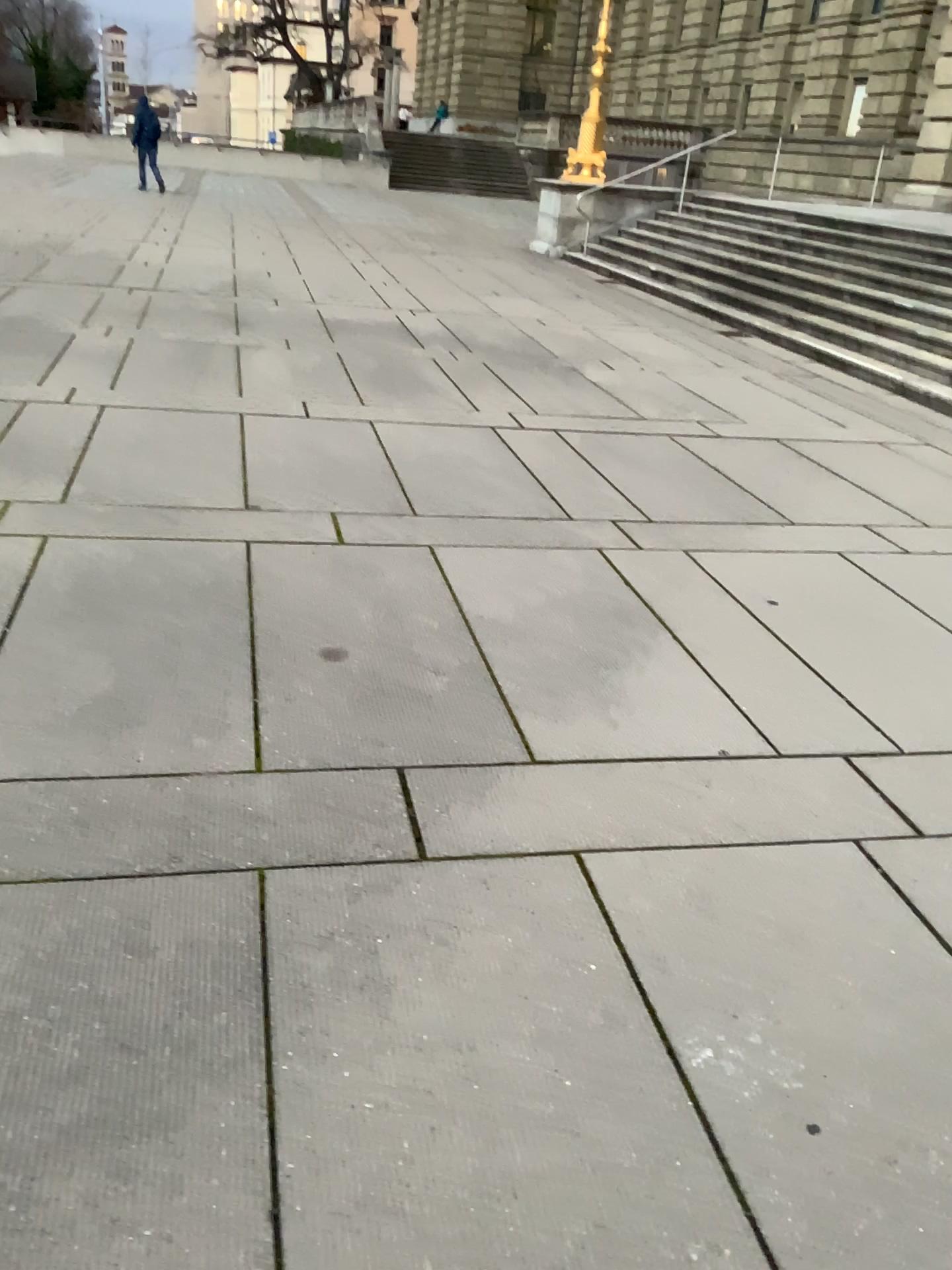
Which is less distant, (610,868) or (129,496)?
(610,868)
